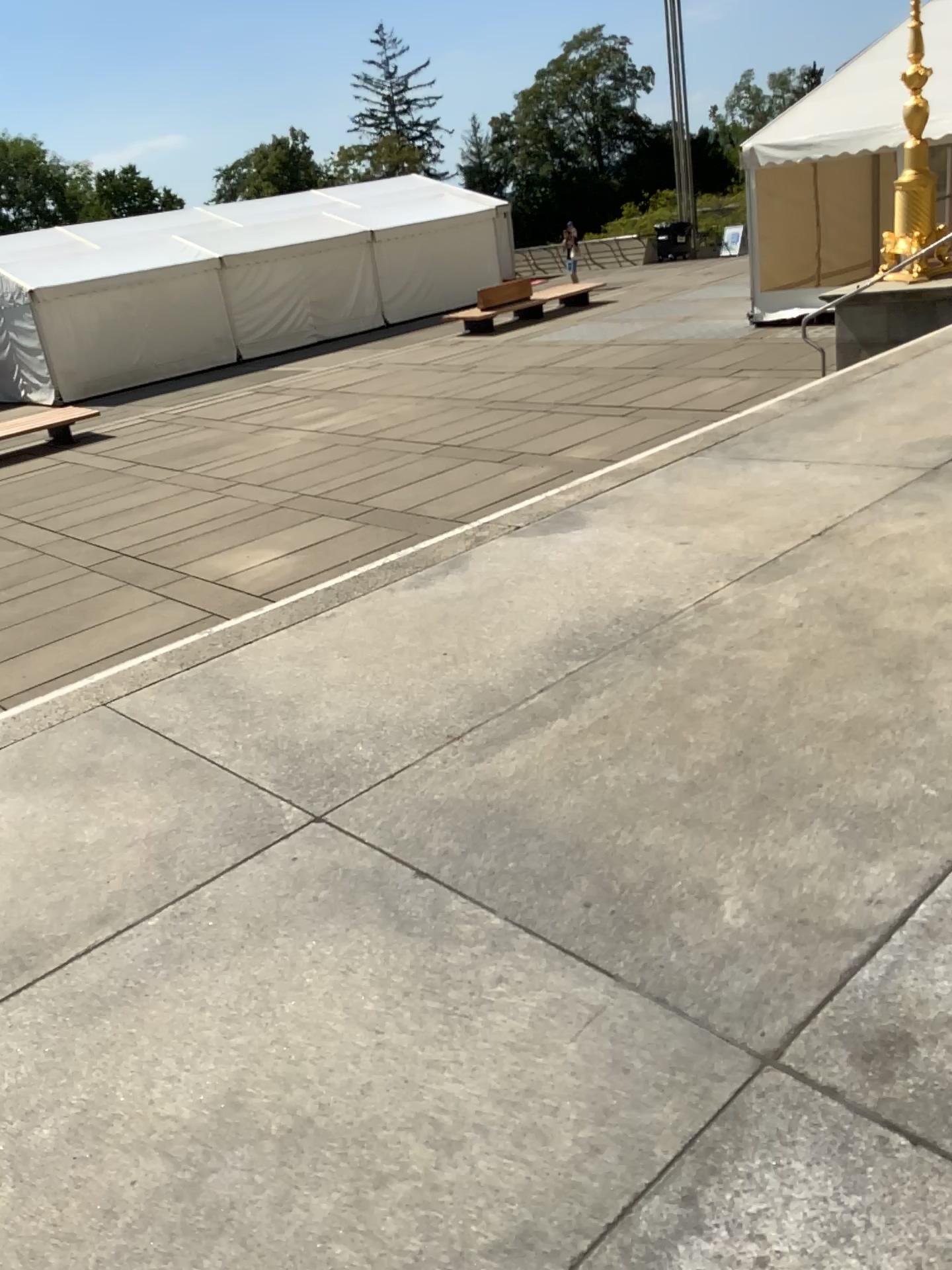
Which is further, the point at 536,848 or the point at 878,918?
the point at 536,848
